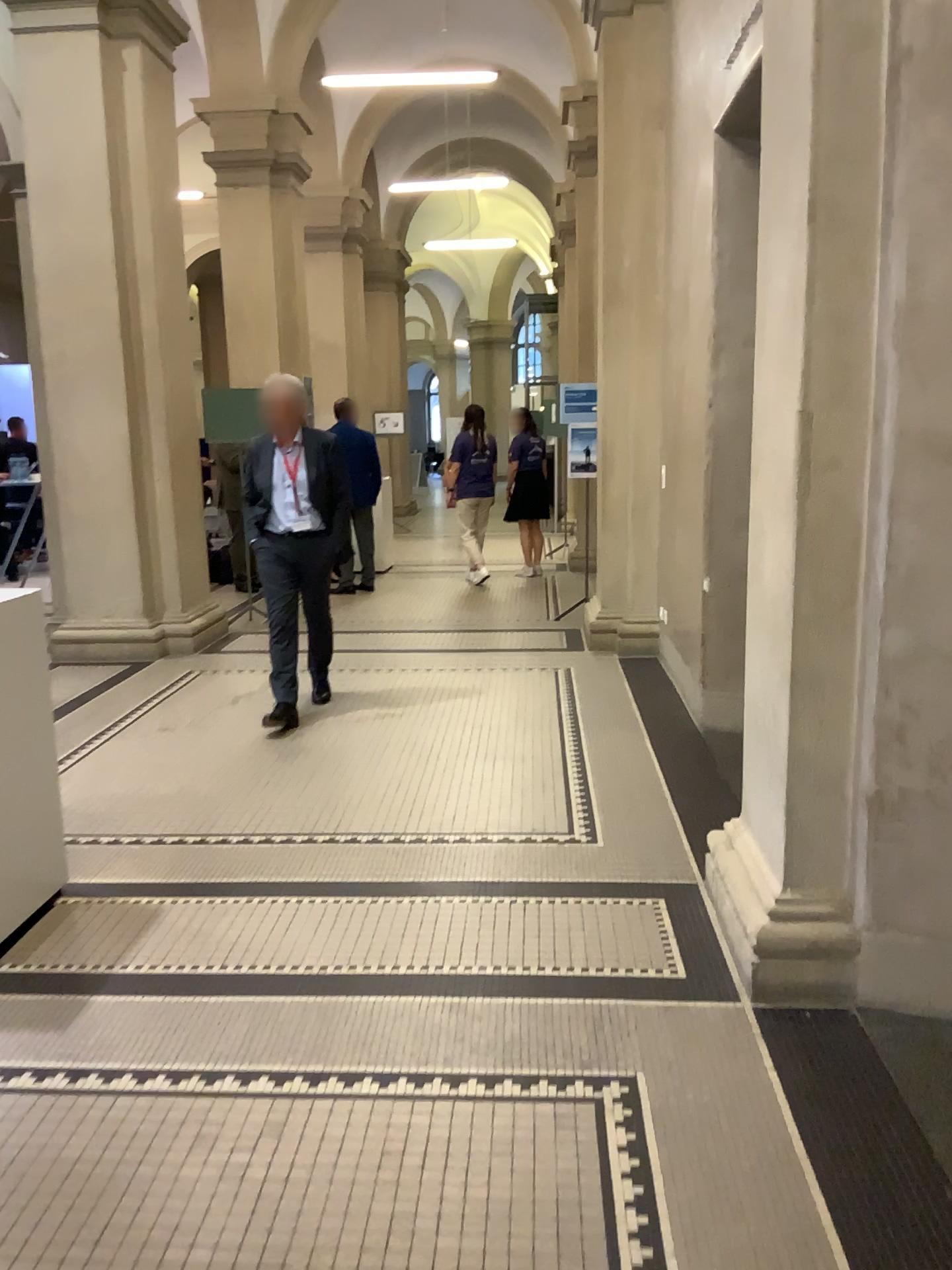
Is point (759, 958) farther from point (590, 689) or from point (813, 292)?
point (590, 689)
